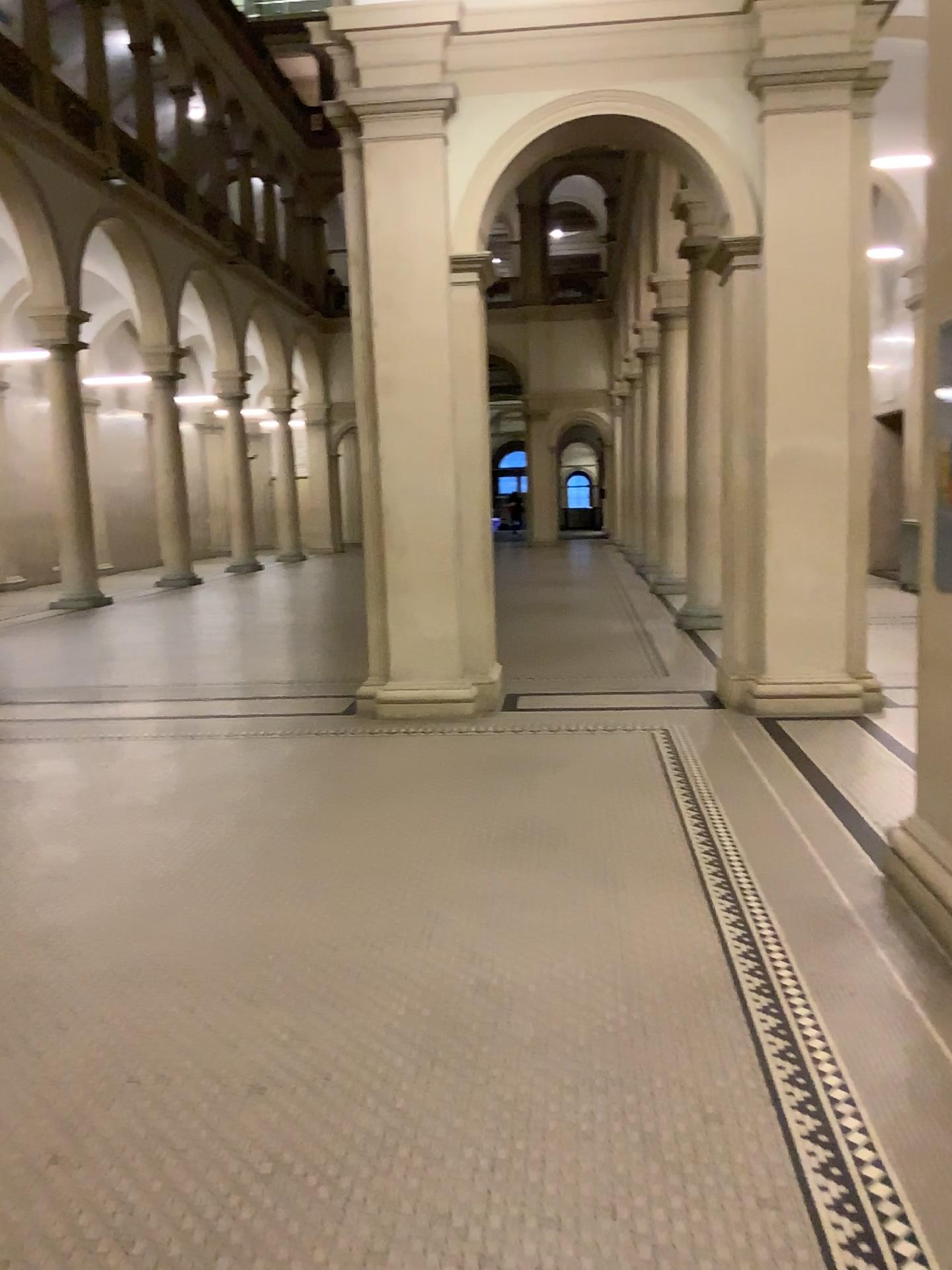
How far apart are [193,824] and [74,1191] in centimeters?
270cm
